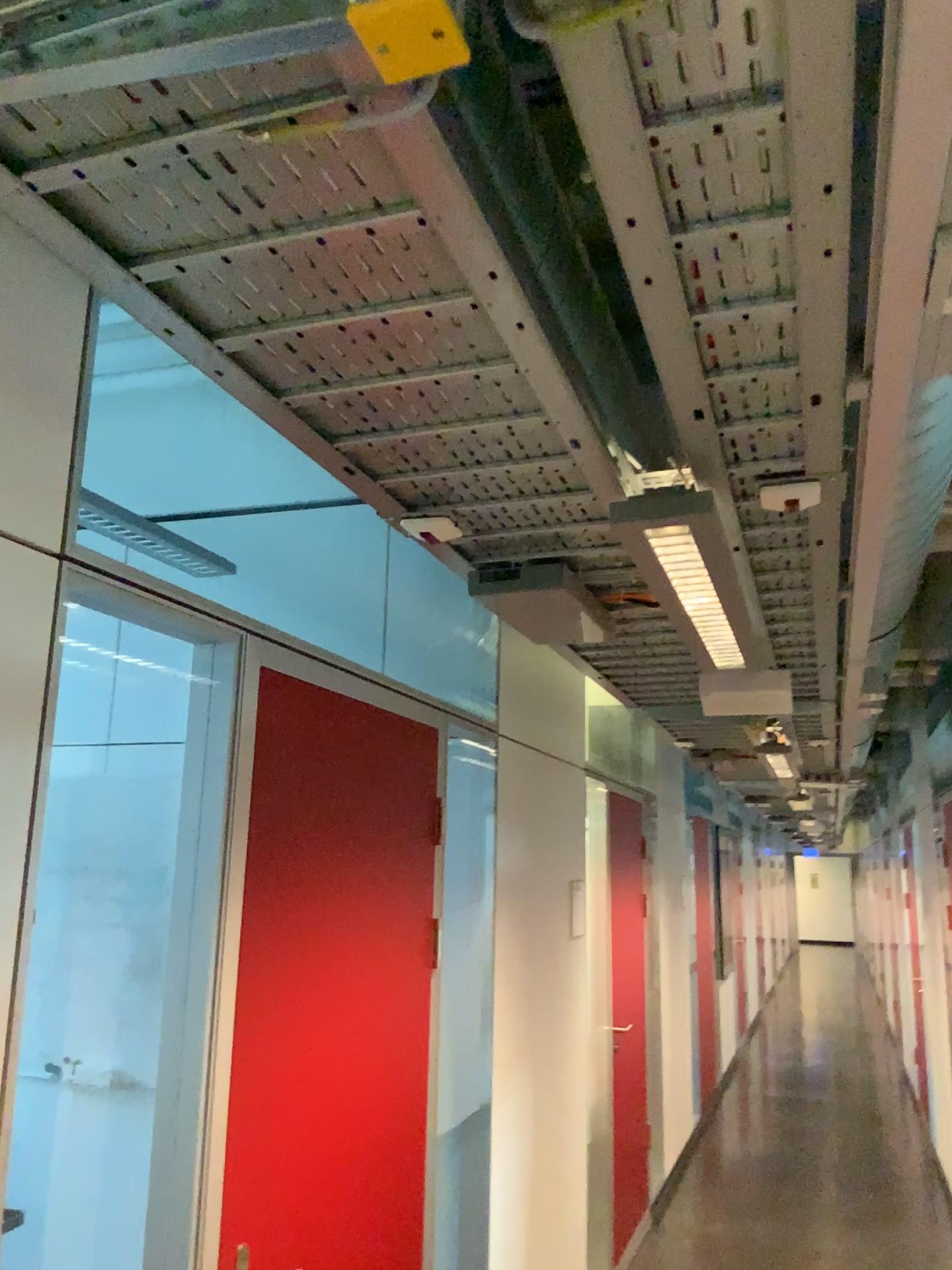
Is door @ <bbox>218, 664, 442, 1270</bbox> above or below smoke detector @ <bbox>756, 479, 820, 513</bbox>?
below

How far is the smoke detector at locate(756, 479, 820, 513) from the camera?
1.5m

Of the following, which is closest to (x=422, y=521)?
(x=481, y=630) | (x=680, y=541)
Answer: (x=680, y=541)

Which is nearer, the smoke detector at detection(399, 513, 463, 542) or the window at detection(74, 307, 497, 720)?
the smoke detector at detection(399, 513, 463, 542)

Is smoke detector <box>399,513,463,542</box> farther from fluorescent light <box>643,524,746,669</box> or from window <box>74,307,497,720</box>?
window <box>74,307,497,720</box>

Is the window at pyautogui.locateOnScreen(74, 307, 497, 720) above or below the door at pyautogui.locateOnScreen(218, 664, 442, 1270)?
above

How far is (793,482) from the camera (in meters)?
1.54

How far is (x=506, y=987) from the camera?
3.24m

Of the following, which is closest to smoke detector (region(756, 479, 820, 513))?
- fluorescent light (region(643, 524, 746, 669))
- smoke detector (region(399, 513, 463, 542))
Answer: fluorescent light (region(643, 524, 746, 669))

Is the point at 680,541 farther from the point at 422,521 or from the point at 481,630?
the point at 481,630
